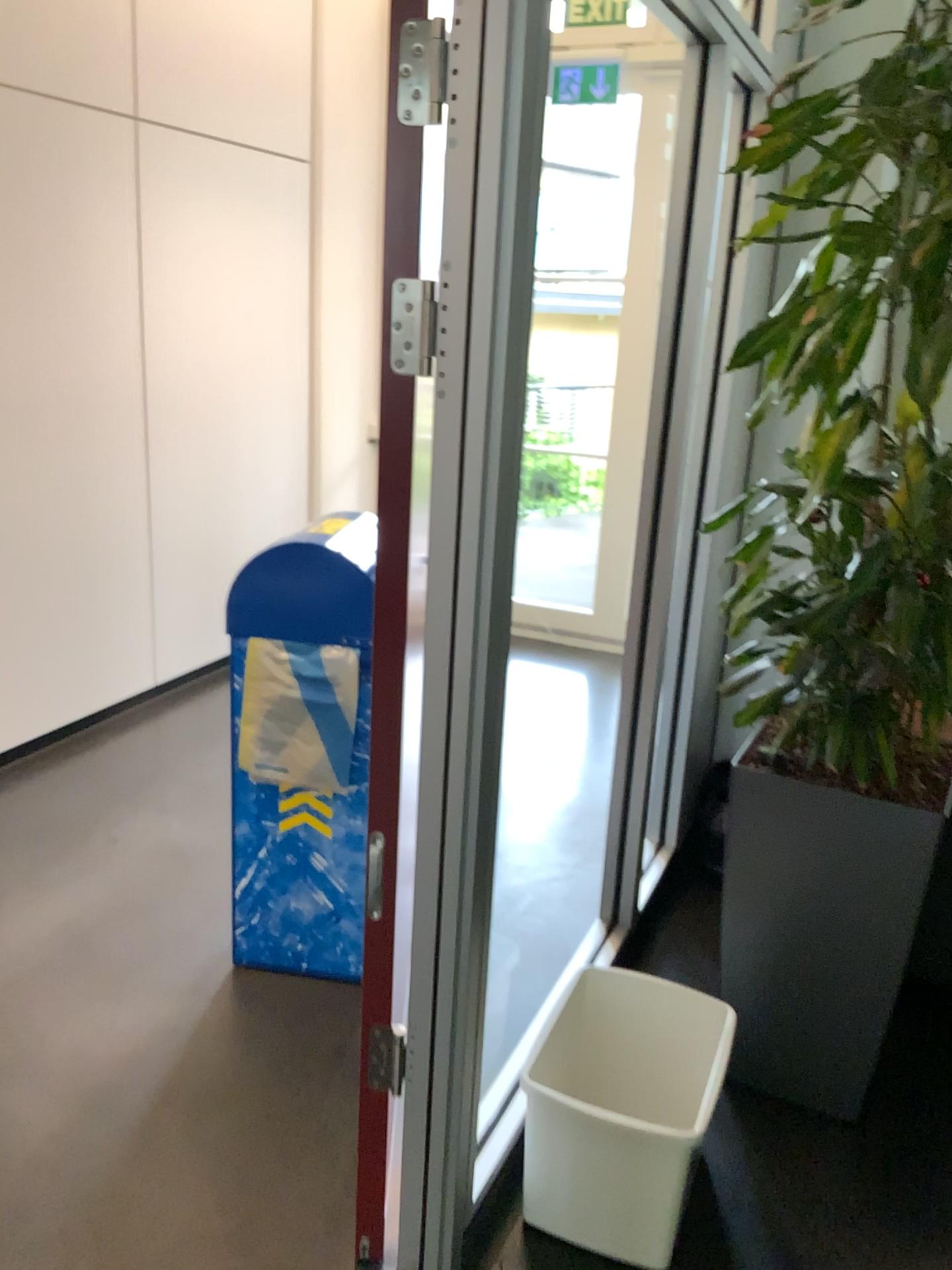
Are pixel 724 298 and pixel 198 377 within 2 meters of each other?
no

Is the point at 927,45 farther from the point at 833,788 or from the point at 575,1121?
the point at 575,1121

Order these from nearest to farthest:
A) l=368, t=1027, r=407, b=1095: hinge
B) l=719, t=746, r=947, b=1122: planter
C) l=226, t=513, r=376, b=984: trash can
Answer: l=368, t=1027, r=407, b=1095: hinge, l=719, t=746, r=947, b=1122: planter, l=226, t=513, r=376, b=984: trash can

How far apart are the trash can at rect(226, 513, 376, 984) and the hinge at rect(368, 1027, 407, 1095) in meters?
0.6

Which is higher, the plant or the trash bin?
the plant

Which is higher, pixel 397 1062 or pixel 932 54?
pixel 932 54

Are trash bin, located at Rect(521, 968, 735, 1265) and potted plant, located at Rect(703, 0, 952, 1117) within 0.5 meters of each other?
yes

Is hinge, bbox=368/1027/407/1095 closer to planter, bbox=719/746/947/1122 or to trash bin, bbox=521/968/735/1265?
trash bin, bbox=521/968/735/1265

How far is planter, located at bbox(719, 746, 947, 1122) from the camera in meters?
2.0

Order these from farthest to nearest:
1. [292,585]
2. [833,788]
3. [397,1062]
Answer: [292,585]
[833,788]
[397,1062]
